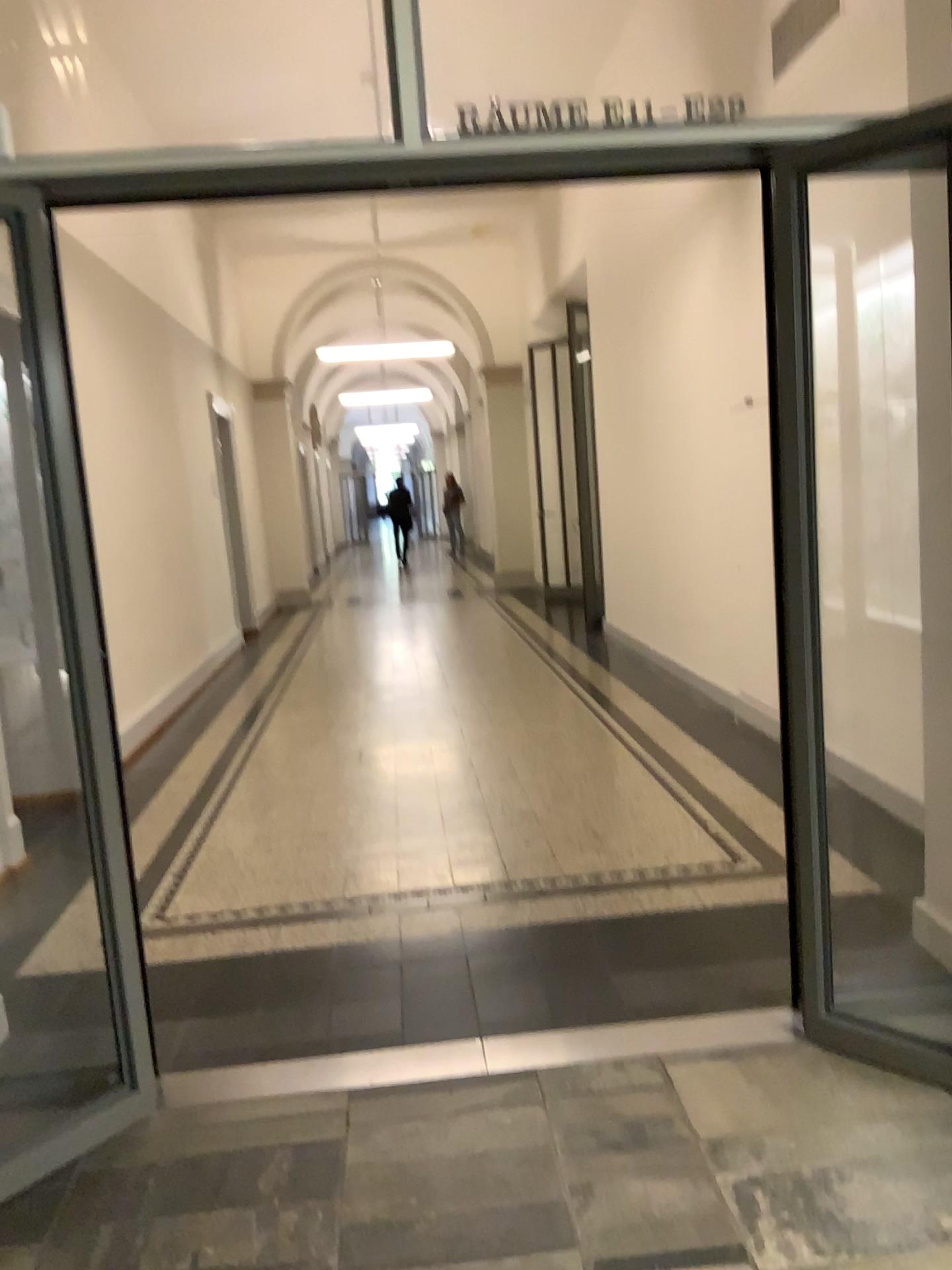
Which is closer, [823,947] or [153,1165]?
[153,1165]
